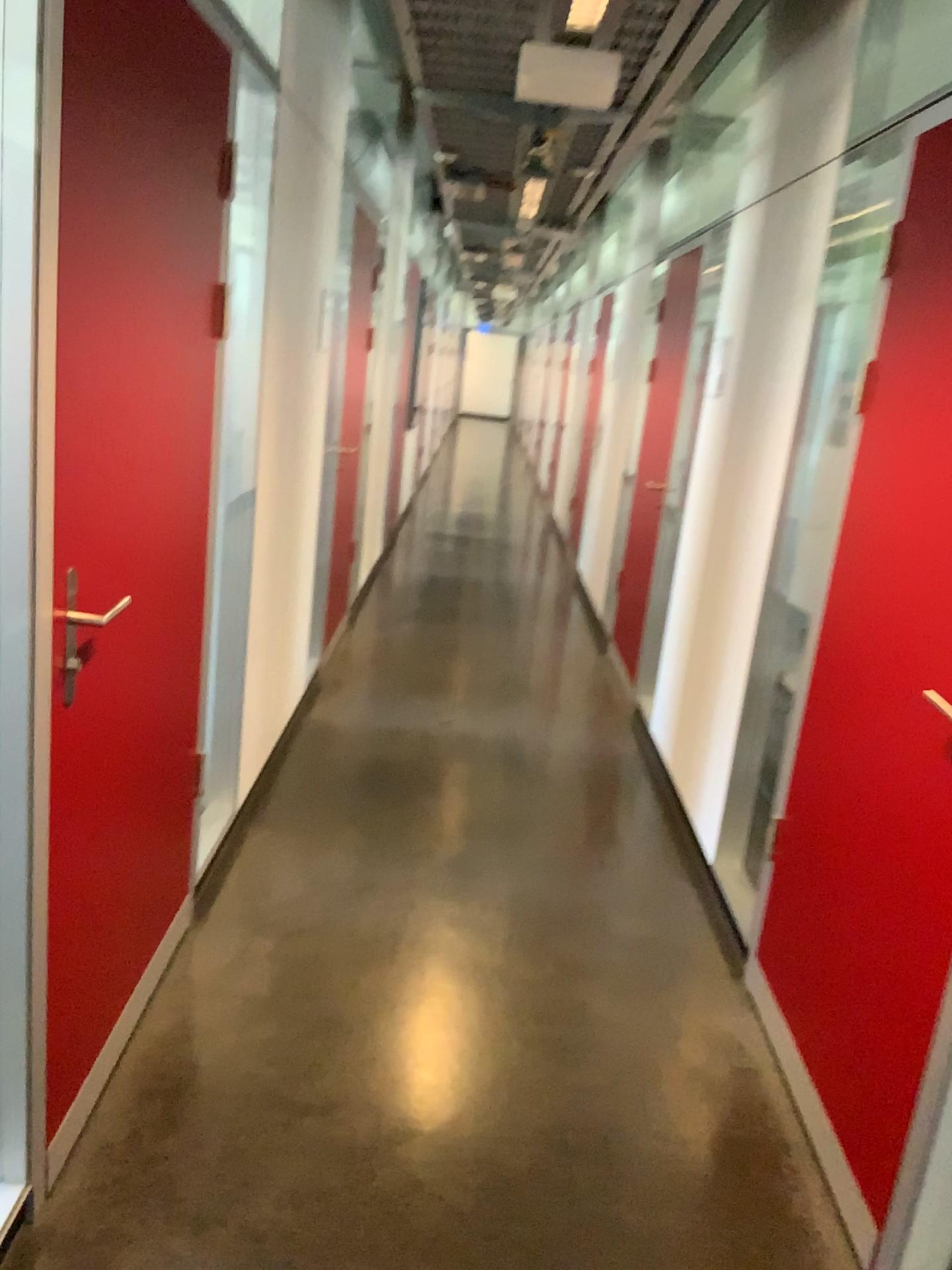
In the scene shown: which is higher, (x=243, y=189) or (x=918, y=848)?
(x=243, y=189)

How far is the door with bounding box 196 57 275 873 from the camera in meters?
2.5

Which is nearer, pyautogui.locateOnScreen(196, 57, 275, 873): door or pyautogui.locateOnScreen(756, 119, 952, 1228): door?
pyautogui.locateOnScreen(756, 119, 952, 1228): door

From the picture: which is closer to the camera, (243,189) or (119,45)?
(119,45)

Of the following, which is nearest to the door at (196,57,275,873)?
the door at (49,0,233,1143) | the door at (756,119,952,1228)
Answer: the door at (49,0,233,1143)

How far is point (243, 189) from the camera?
2.48m

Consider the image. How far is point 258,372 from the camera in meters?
2.9 m

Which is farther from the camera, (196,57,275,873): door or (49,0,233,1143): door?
(196,57,275,873): door

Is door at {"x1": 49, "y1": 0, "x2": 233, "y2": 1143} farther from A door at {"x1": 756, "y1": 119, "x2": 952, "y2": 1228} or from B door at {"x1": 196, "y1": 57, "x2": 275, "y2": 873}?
A door at {"x1": 756, "y1": 119, "x2": 952, "y2": 1228}
